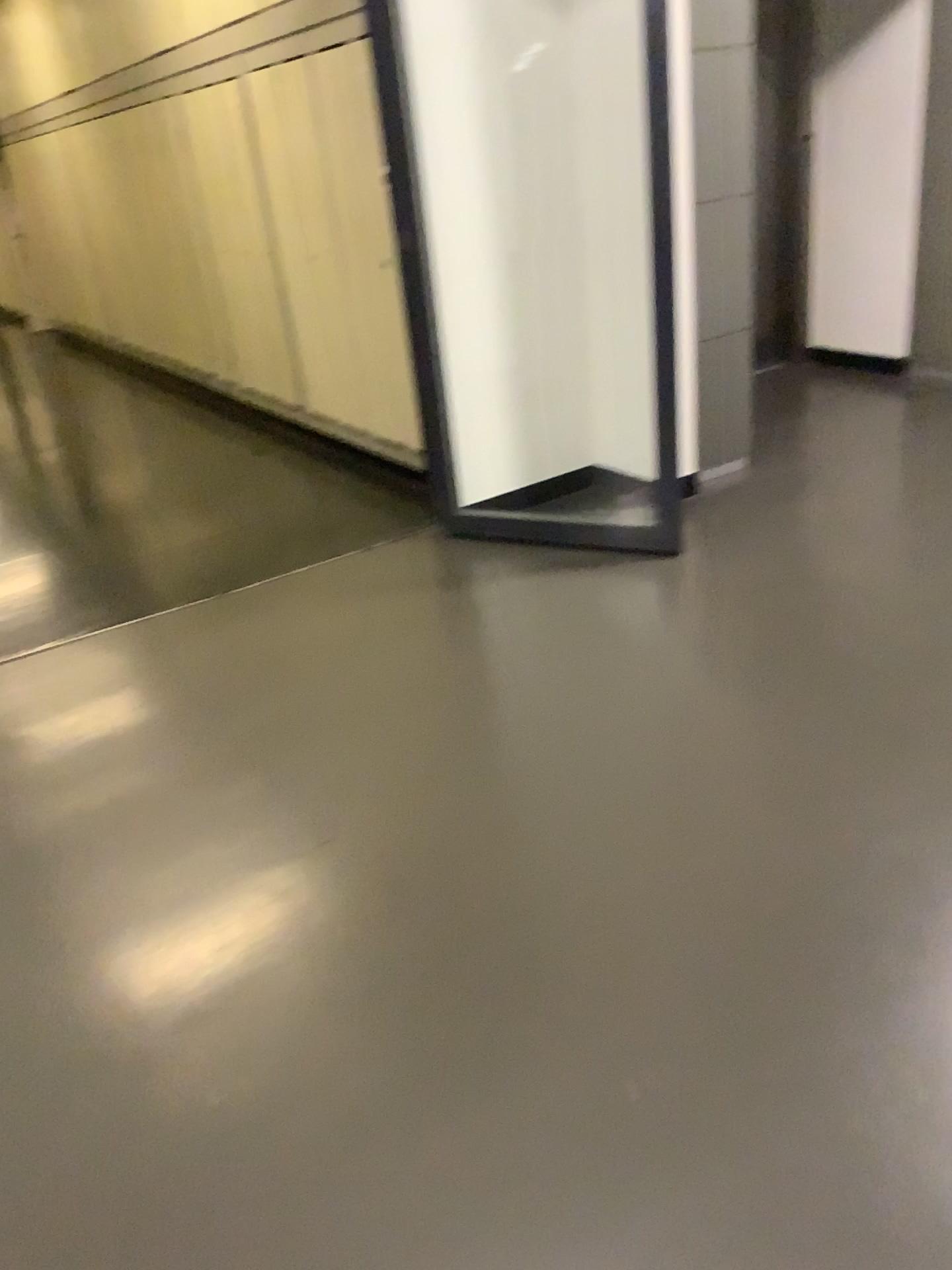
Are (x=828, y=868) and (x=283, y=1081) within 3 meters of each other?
yes

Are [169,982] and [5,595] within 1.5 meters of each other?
no

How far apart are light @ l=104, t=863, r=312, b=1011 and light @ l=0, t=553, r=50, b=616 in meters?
2.1

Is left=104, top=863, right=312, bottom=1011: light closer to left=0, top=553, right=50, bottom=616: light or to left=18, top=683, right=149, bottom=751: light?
left=18, top=683, right=149, bottom=751: light

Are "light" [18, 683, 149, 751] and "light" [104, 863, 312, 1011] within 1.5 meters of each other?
yes

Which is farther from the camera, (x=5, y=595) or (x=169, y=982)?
(x=5, y=595)

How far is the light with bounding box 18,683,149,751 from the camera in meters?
3.0

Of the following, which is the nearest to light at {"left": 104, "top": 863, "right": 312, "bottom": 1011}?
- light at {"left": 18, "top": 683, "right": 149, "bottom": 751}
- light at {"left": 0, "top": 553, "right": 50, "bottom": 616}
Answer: light at {"left": 18, "top": 683, "right": 149, "bottom": 751}

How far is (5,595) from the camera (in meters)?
4.02

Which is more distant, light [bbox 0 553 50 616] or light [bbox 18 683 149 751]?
light [bbox 0 553 50 616]
